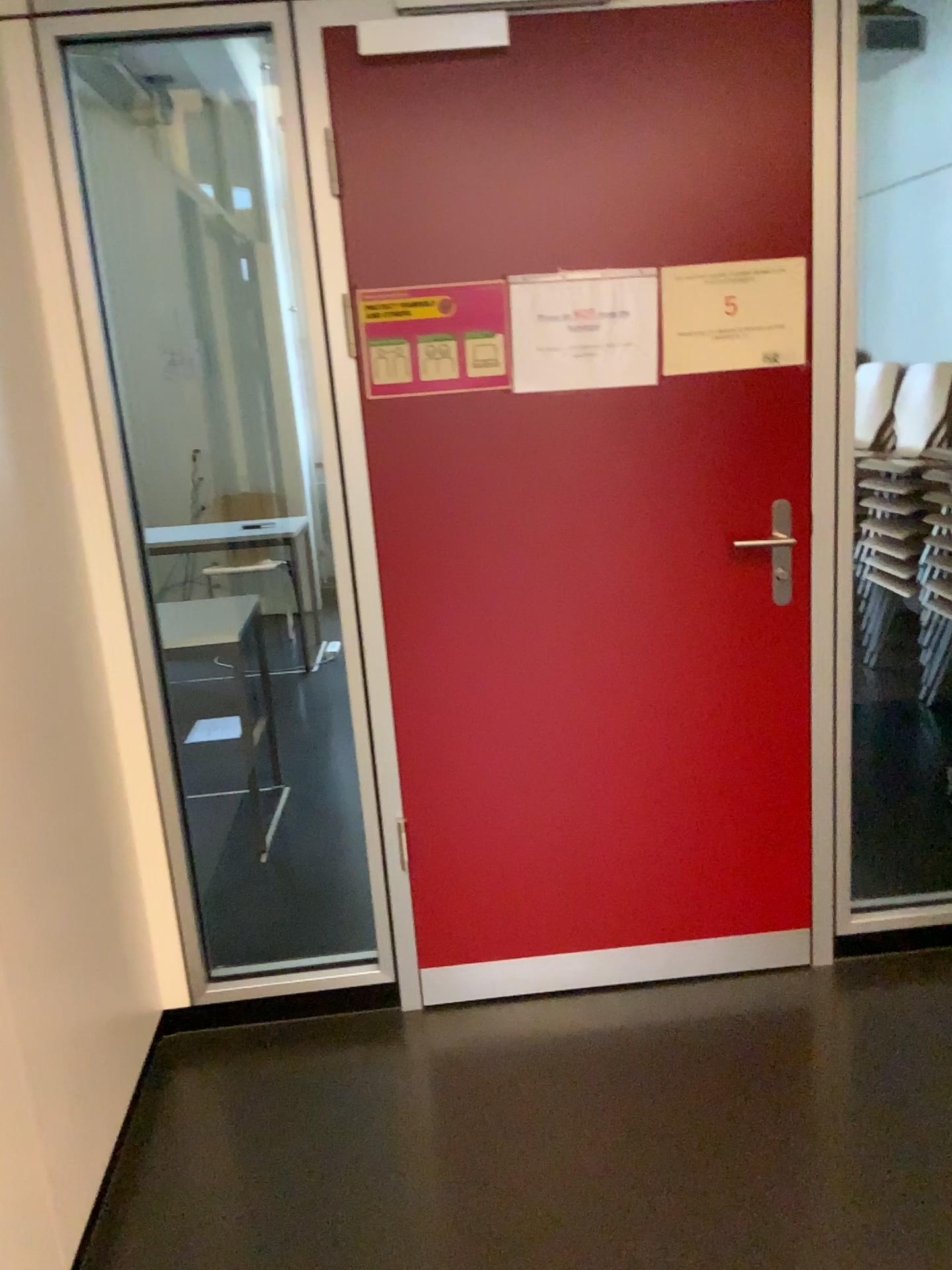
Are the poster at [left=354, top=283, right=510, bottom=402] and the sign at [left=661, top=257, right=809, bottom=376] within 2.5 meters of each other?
yes

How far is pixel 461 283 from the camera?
2.1m

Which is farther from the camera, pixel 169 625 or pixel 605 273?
pixel 169 625

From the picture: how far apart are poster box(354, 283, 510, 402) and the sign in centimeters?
35cm

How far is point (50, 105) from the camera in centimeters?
198cm

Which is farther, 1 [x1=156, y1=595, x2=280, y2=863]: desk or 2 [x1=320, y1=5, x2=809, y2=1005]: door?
1 [x1=156, y1=595, x2=280, y2=863]: desk

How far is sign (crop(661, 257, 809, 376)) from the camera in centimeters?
213cm

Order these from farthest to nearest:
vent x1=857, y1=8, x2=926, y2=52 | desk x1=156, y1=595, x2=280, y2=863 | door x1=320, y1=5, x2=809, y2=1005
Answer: vent x1=857, y1=8, x2=926, y2=52
desk x1=156, y1=595, x2=280, y2=863
door x1=320, y1=5, x2=809, y2=1005

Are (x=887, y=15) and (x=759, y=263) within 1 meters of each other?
no

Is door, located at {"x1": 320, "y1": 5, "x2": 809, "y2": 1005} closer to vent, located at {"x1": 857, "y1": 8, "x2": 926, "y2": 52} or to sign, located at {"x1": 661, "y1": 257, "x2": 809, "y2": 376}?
sign, located at {"x1": 661, "y1": 257, "x2": 809, "y2": 376}
